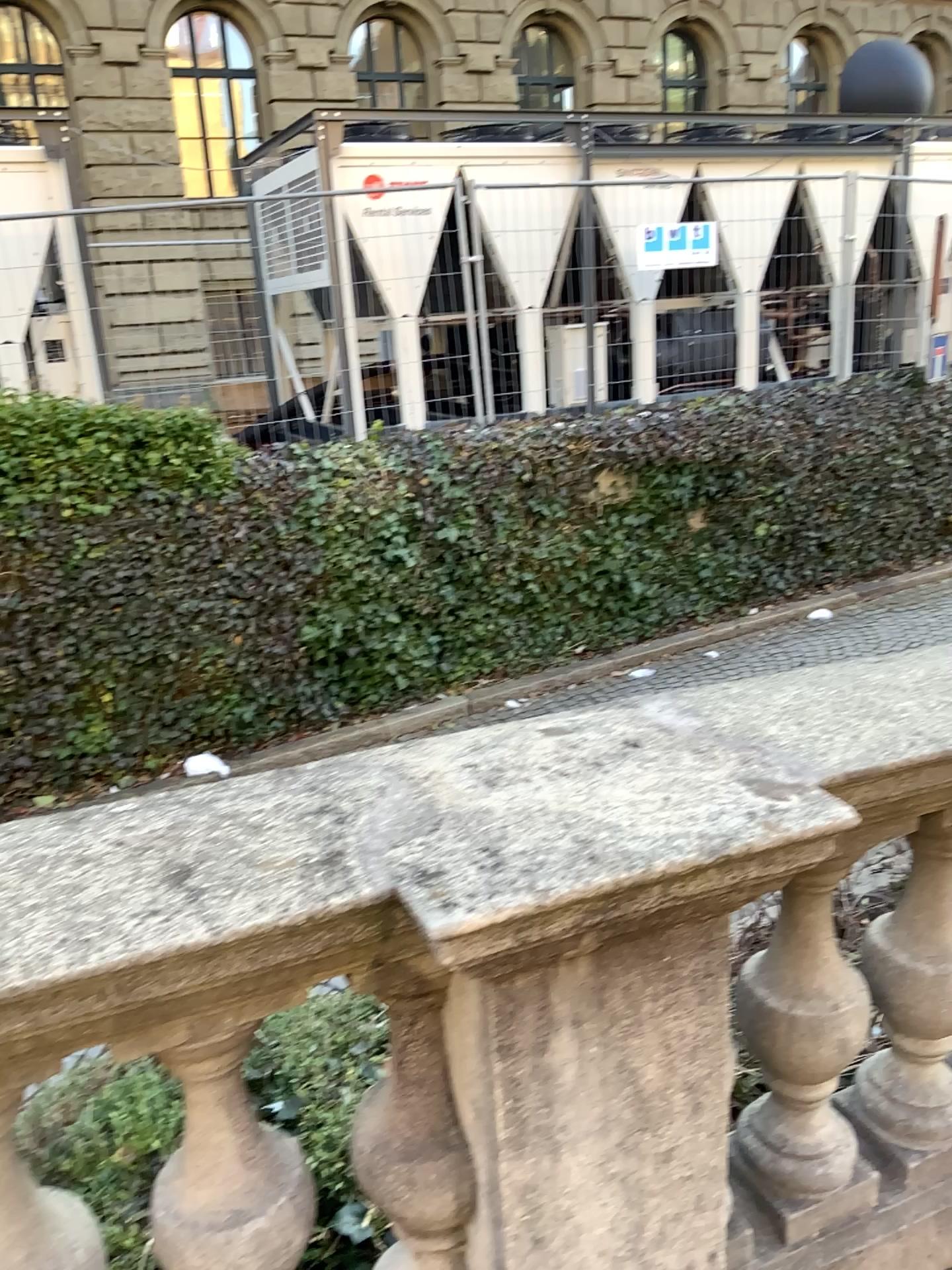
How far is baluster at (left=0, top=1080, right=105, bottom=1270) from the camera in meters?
1.2 m

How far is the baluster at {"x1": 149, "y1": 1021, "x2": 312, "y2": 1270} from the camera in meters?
1.2

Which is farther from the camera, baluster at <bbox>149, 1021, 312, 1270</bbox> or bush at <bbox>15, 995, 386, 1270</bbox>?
bush at <bbox>15, 995, 386, 1270</bbox>

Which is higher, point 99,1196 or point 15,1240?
point 15,1240

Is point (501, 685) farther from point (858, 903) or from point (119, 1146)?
point (119, 1146)

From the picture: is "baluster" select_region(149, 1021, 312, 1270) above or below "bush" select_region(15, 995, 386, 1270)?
above

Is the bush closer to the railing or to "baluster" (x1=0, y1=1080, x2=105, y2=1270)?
the railing

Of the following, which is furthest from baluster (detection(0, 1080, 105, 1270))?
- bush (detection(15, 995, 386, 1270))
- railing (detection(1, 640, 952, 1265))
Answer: bush (detection(15, 995, 386, 1270))

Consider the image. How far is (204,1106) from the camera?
1.2m

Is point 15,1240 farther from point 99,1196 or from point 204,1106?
point 99,1196
